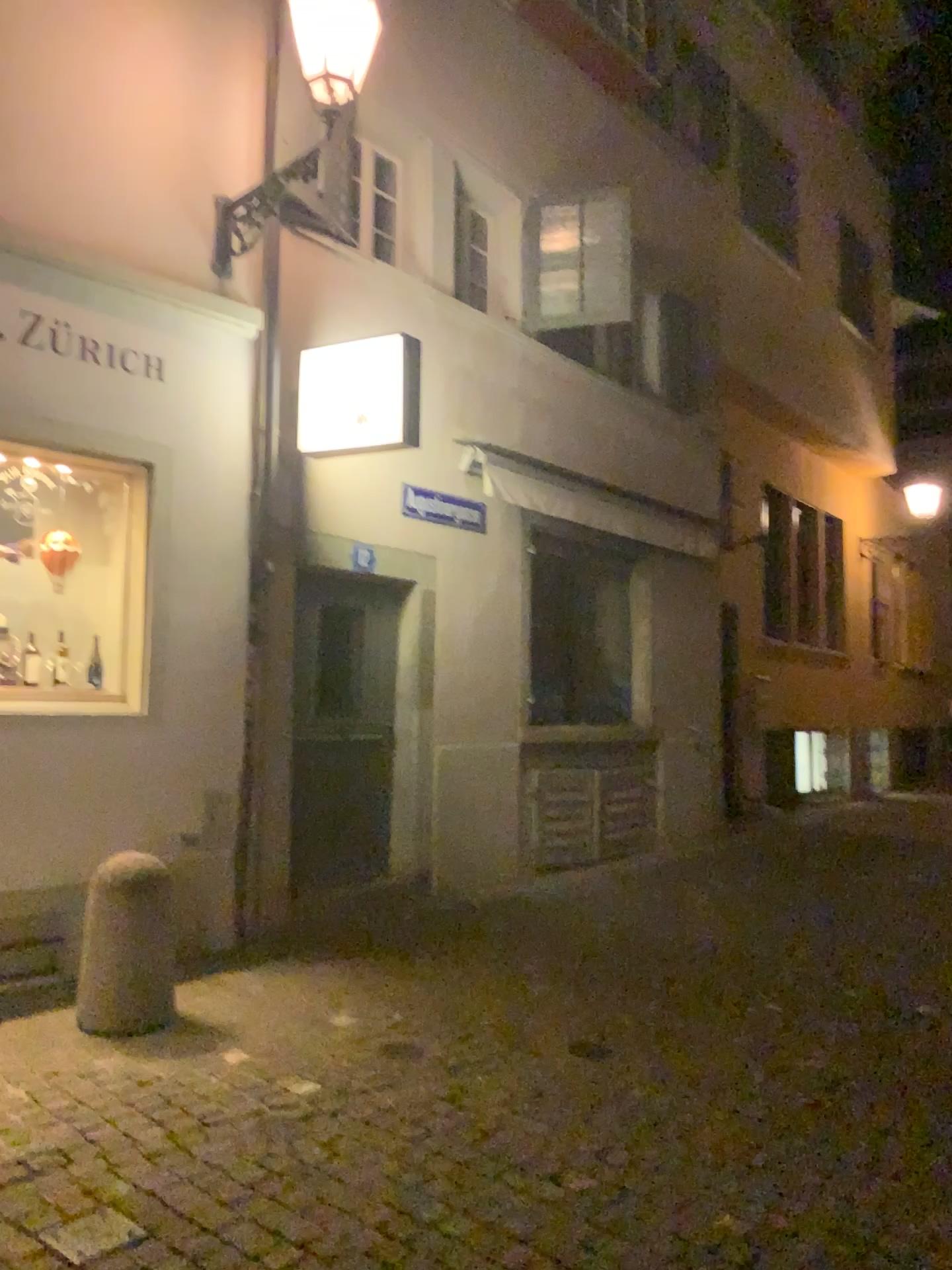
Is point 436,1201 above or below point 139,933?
below

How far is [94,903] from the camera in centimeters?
426cm

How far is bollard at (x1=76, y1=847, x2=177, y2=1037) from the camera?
4.3 meters
